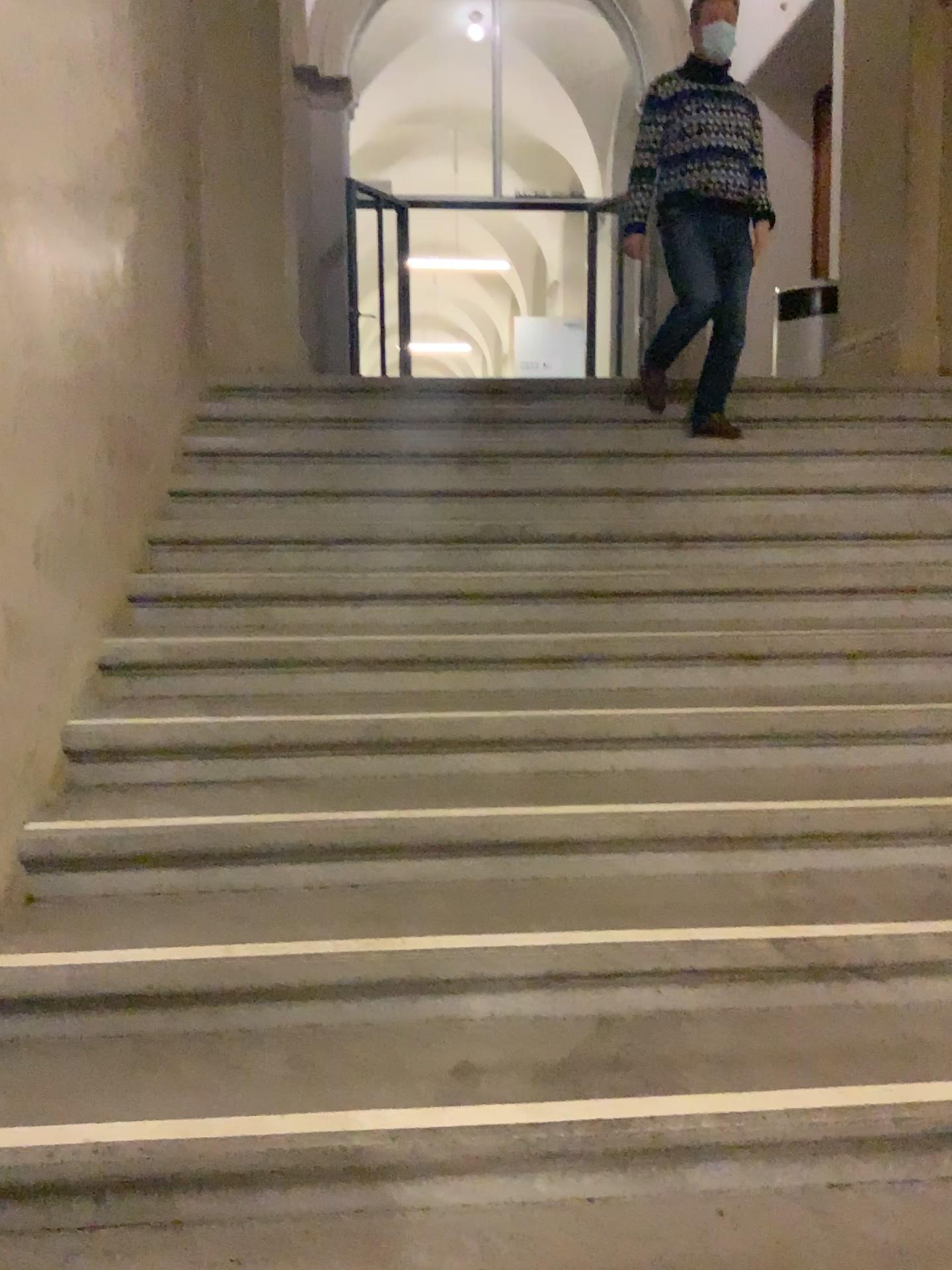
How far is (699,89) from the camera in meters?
4.0

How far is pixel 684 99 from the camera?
4.0 meters

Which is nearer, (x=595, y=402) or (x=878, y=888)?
(x=878, y=888)

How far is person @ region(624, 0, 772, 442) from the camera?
4.0m

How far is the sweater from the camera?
4.0 meters
